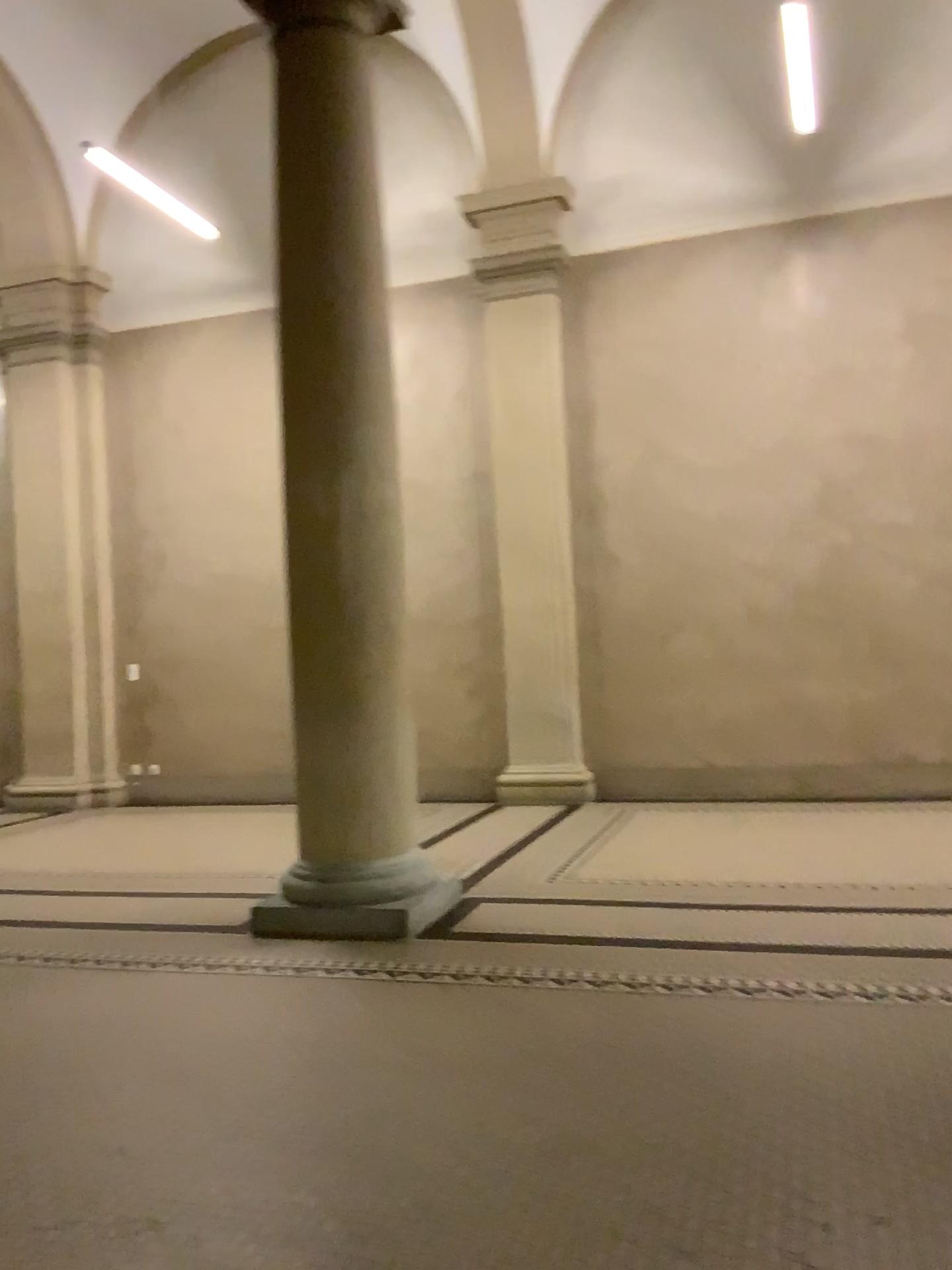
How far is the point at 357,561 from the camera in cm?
452

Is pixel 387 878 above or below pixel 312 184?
below

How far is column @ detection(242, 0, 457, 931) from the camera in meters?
4.5
